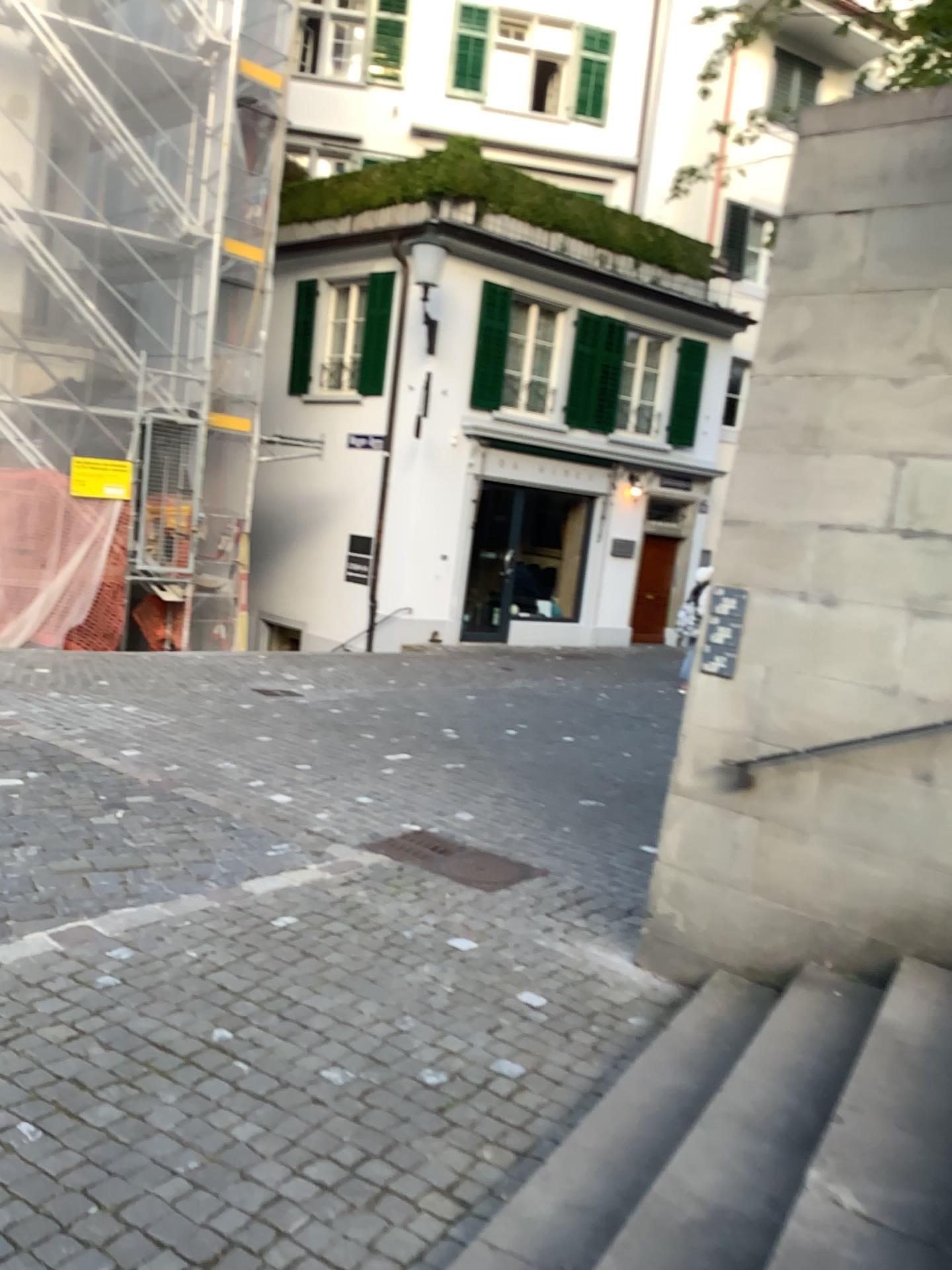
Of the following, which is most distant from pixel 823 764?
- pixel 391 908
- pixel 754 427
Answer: pixel 391 908
